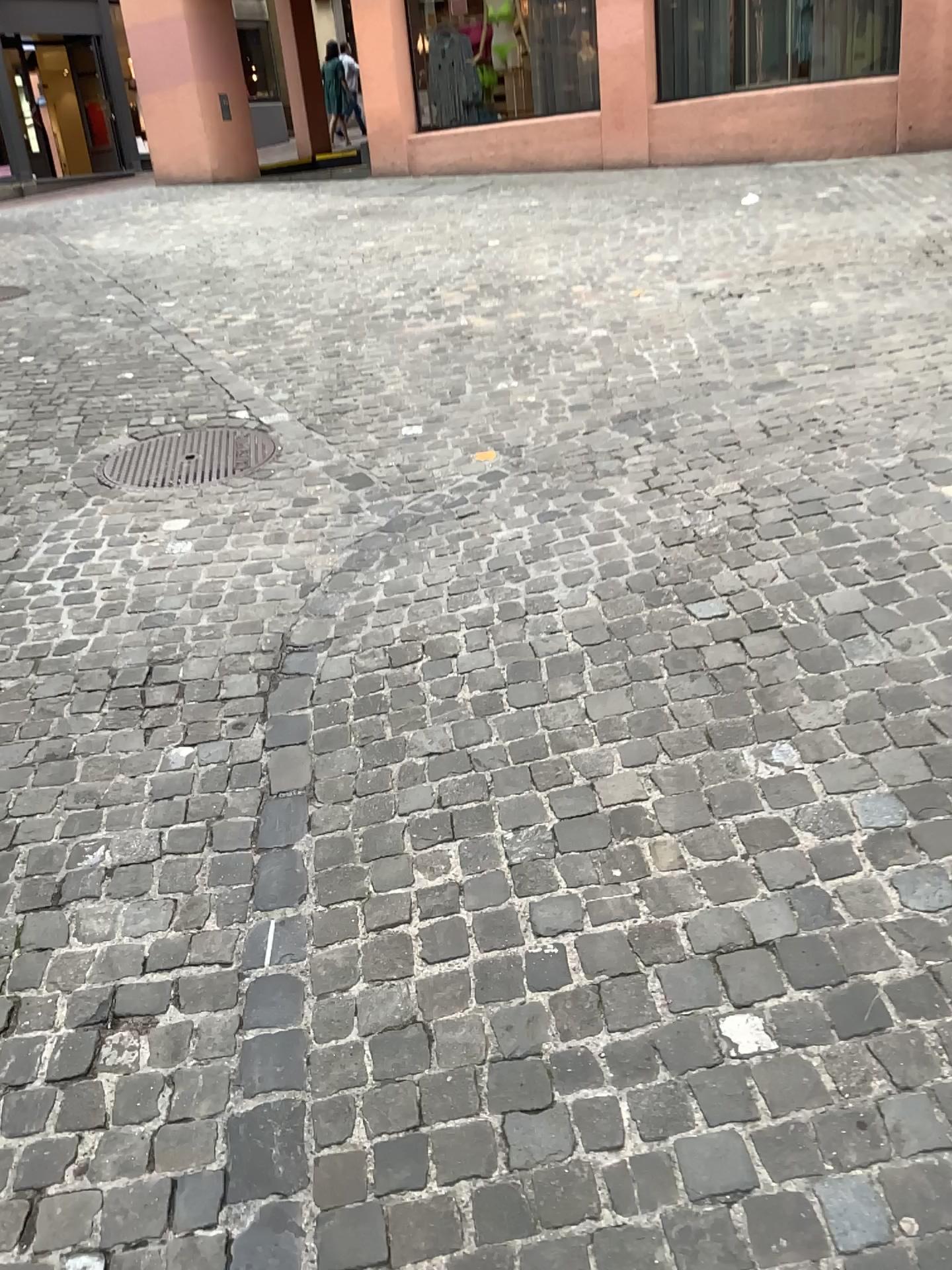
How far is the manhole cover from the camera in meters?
4.2 m

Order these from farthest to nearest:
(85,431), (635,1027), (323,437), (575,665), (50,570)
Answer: (85,431)
(323,437)
(50,570)
(575,665)
(635,1027)

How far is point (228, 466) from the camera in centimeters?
422cm
